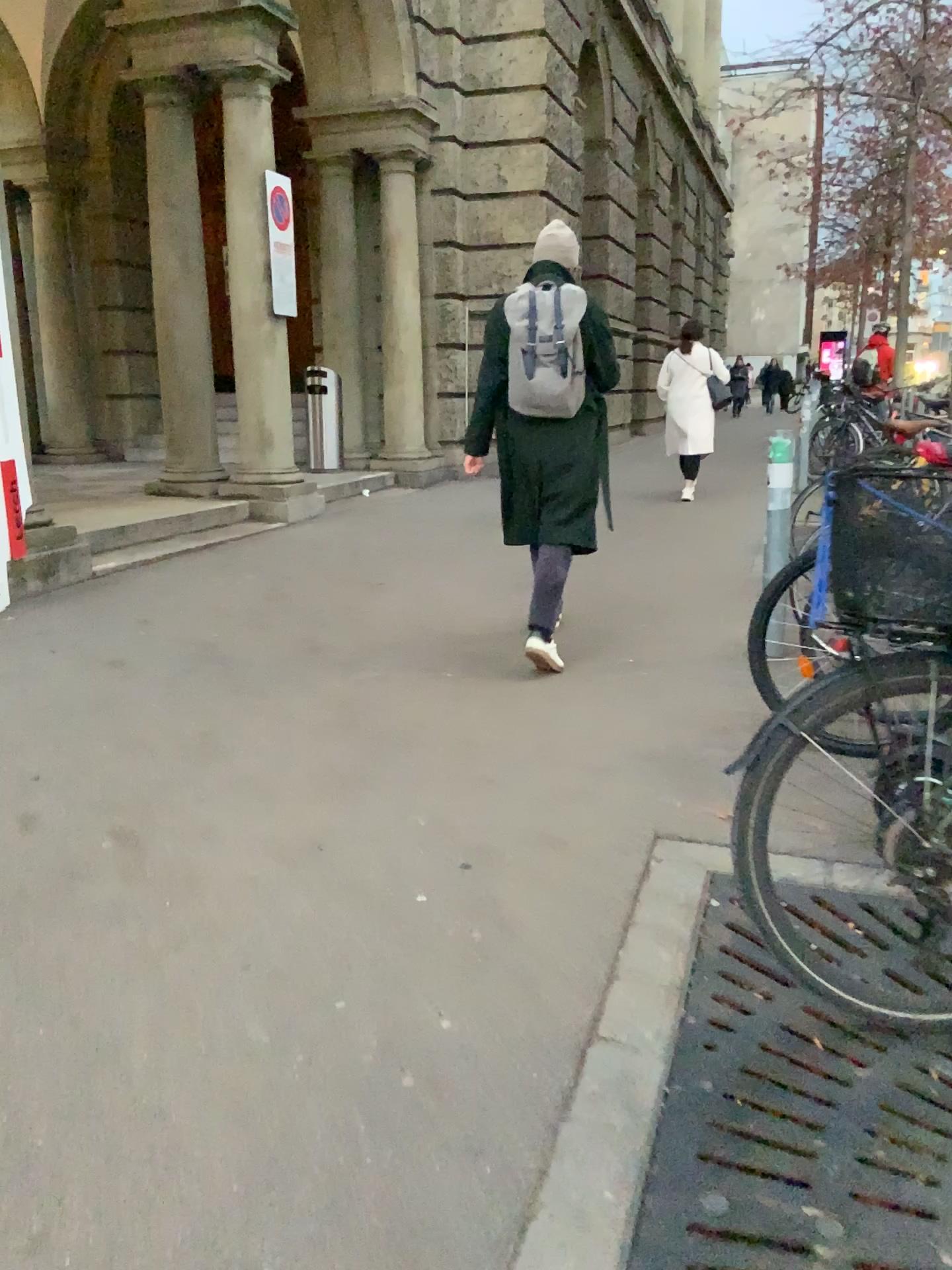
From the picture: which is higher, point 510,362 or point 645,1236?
point 510,362

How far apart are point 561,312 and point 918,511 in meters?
2.6 m

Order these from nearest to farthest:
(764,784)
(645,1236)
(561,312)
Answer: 1. (645,1236)
2. (764,784)
3. (561,312)

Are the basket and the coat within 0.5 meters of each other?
no

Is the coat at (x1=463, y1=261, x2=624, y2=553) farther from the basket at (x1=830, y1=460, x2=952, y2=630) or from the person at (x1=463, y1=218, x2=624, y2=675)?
the basket at (x1=830, y1=460, x2=952, y2=630)

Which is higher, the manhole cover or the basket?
the basket

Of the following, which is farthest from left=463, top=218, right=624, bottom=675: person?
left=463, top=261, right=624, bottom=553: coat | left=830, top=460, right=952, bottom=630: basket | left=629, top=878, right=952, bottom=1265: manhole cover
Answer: left=830, top=460, right=952, bottom=630: basket

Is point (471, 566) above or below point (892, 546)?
below

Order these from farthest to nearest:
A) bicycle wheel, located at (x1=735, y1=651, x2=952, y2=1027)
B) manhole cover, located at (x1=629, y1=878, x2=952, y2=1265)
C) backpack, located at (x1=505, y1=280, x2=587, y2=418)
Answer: backpack, located at (x1=505, y1=280, x2=587, y2=418) → bicycle wheel, located at (x1=735, y1=651, x2=952, y2=1027) → manhole cover, located at (x1=629, y1=878, x2=952, y2=1265)

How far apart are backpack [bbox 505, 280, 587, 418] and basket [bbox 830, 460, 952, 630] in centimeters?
241cm
